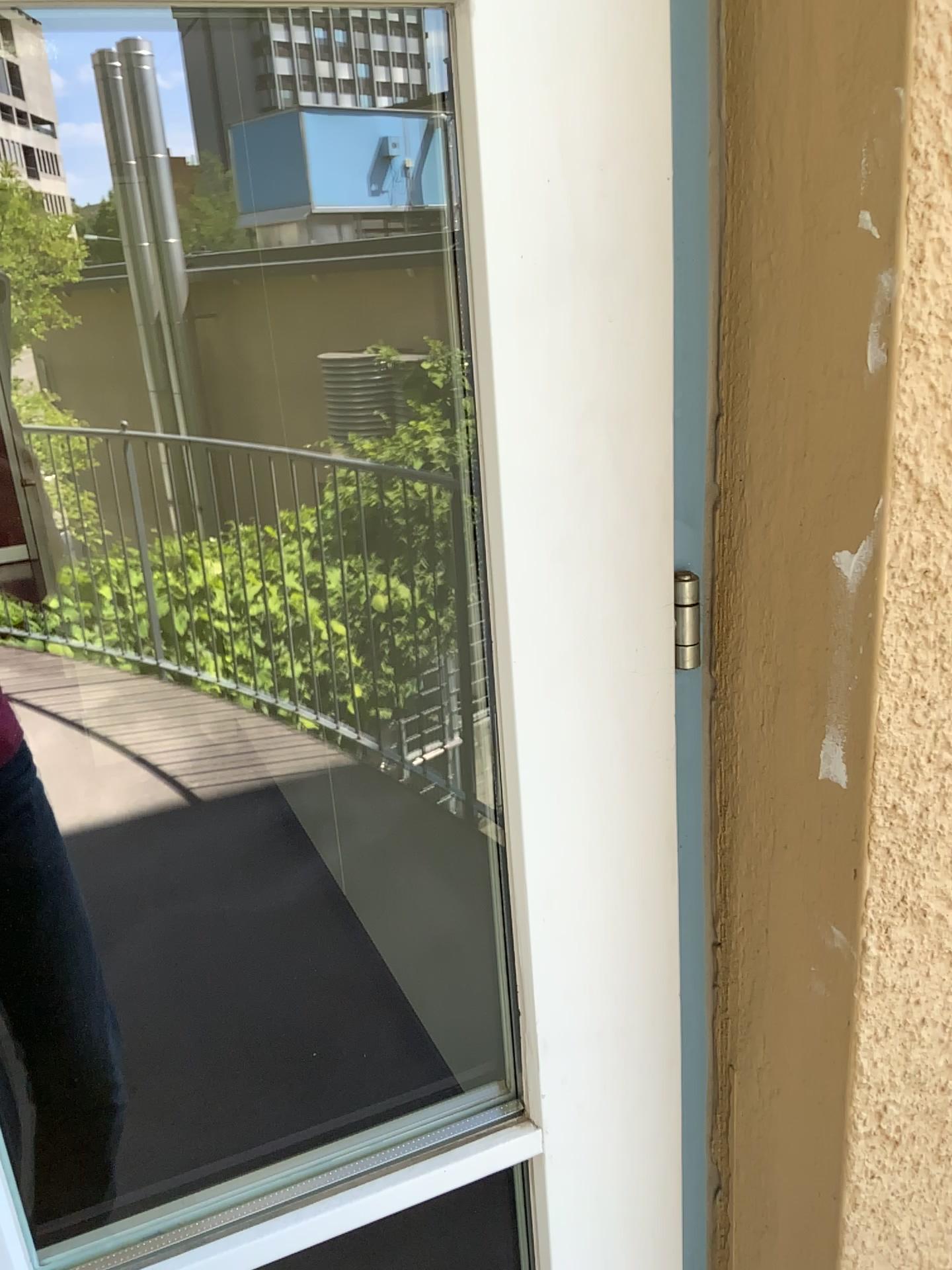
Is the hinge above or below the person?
above

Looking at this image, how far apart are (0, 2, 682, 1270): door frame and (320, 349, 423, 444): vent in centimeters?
97cm

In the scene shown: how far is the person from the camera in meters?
1.4

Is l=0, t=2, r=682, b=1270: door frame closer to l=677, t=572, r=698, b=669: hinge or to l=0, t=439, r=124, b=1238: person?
l=677, t=572, r=698, b=669: hinge

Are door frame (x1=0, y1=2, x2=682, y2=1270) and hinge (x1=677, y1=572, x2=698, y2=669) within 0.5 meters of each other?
yes

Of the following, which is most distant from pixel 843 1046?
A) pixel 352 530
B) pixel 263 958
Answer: pixel 263 958

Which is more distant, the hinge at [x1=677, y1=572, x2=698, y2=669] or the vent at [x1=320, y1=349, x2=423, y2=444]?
the vent at [x1=320, y1=349, x2=423, y2=444]

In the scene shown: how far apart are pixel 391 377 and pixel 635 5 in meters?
1.1

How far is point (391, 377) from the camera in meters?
1.7

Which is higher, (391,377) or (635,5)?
(635,5)
